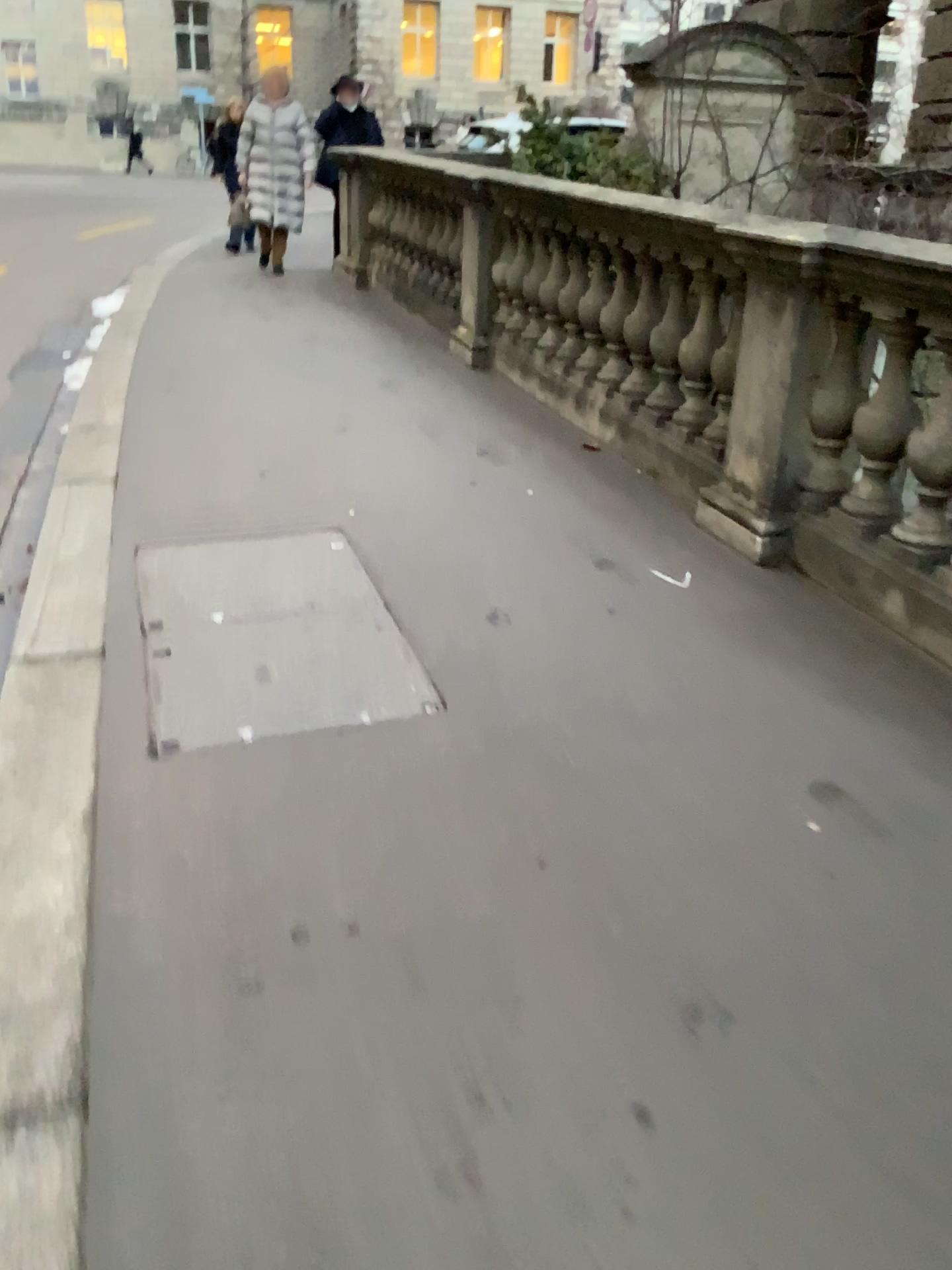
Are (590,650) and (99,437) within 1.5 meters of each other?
no
